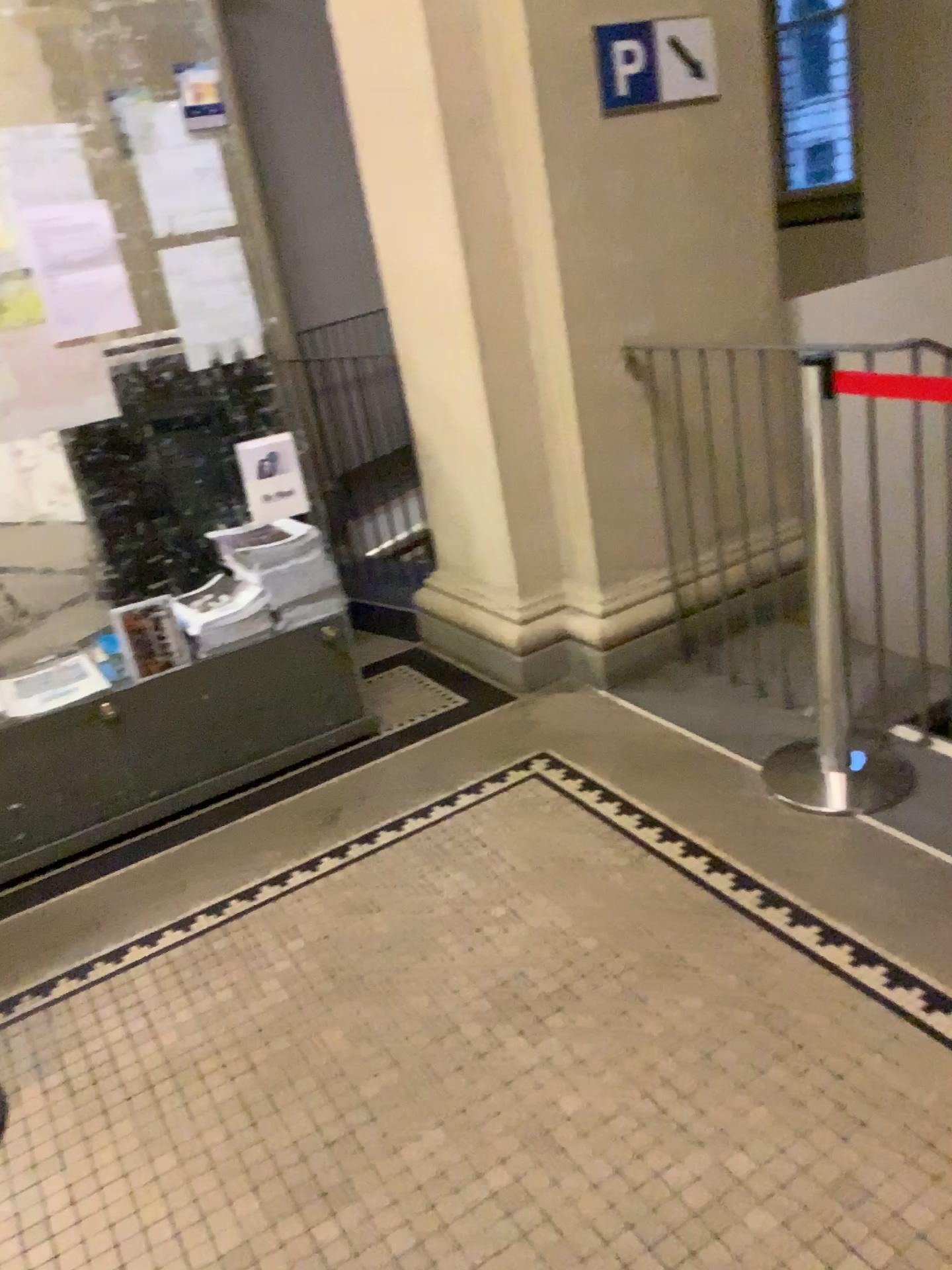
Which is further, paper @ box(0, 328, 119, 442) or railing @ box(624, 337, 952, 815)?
railing @ box(624, 337, 952, 815)

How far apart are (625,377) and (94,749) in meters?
1.9 m

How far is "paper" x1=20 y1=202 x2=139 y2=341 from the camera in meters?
2.4

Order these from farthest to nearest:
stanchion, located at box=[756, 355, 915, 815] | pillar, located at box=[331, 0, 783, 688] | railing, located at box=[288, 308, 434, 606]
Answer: railing, located at box=[288, 308, 434, 606]
pillar, located at box=[331, 0, 783, 688]
stanchion, located at box=[756, 355, 915, 815]

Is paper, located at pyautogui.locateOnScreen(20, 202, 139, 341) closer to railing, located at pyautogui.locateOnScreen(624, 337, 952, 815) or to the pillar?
the pillar

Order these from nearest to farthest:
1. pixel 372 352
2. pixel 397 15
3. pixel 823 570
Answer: pixel 823 570
pixel 397 15
pixel 372 352

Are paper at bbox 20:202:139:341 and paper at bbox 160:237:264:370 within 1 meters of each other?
yes

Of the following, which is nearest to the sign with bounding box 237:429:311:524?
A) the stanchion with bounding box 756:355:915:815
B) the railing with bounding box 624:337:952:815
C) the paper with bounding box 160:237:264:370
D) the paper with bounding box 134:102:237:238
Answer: the paper with bounding box 160:237:264:370

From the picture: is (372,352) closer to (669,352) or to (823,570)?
(669,352)

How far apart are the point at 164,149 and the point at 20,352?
0.6m
